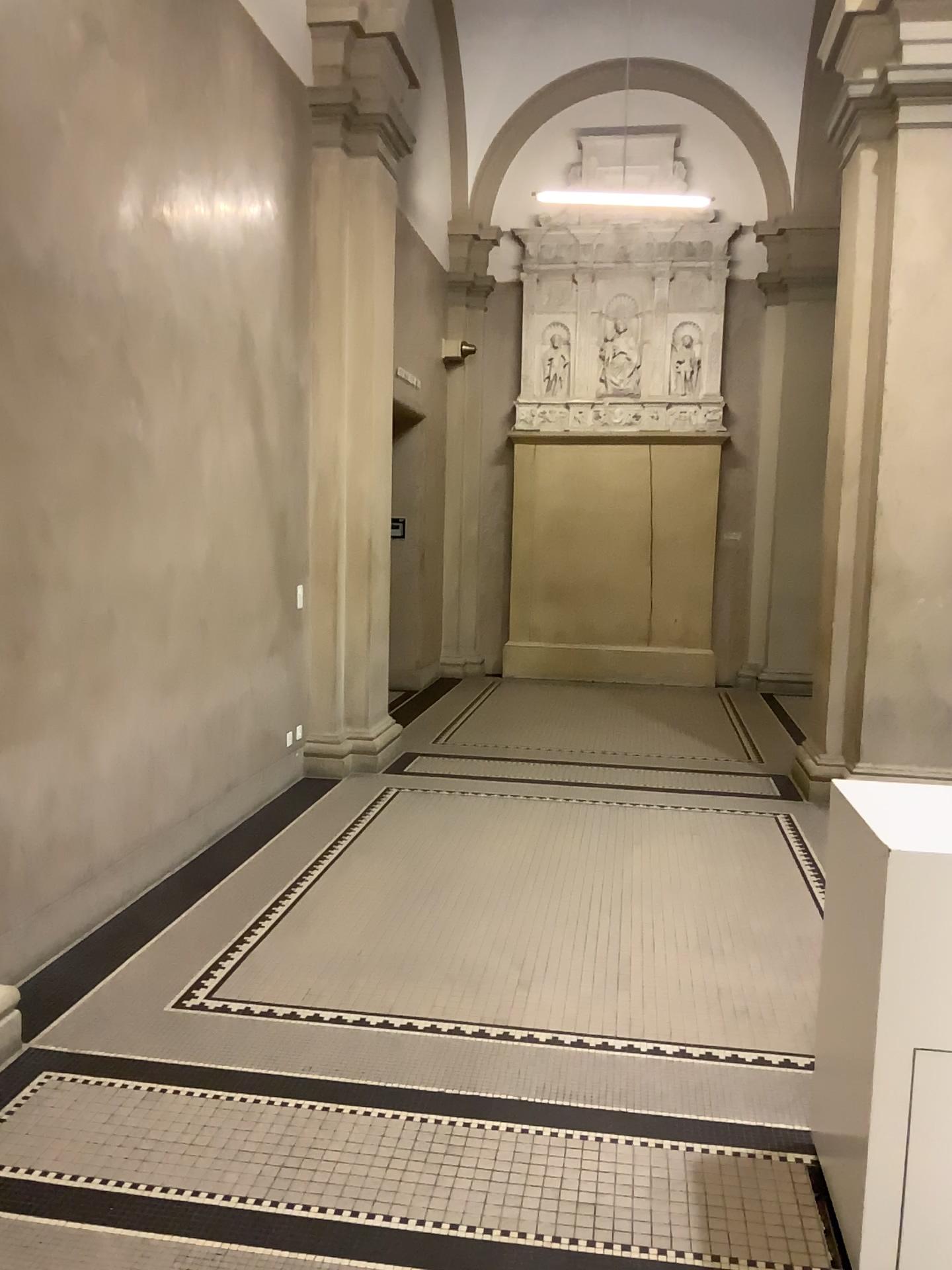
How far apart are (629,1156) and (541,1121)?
0.26m
